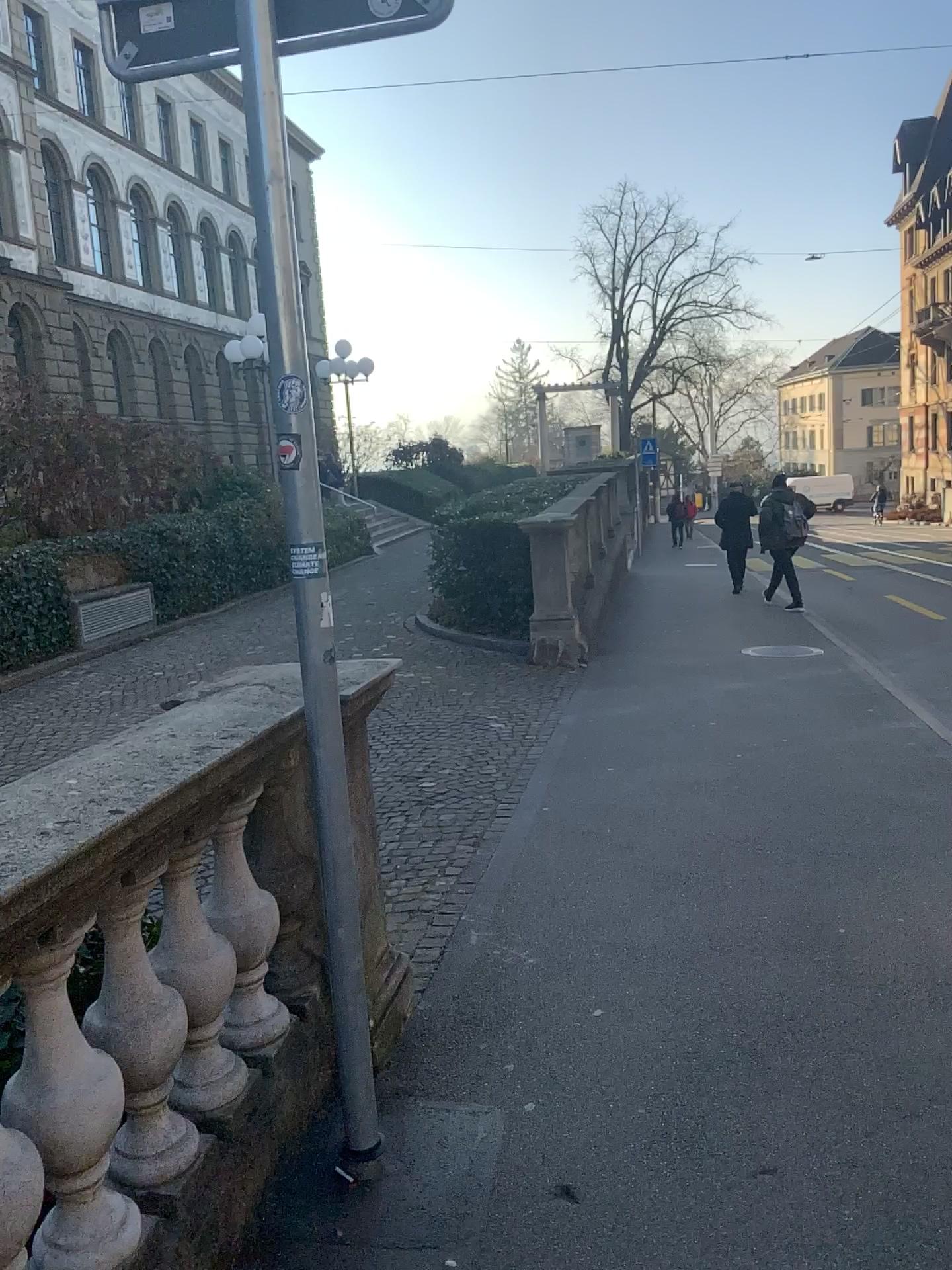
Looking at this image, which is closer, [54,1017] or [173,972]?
[54,1017]

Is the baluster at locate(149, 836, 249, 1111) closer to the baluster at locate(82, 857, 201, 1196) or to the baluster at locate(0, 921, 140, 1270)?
the baluster at locate(82, 857, 201, 1196)

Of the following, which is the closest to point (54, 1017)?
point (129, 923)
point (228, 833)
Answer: point (129, 923)

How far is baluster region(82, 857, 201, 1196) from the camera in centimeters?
190cm

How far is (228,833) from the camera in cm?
243

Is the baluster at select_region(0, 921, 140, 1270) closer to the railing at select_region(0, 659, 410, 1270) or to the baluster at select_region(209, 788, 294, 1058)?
the railing at select_region(0, 659, 410, 1270)

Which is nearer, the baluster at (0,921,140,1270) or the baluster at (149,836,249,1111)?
the baluster at (0,921,140,1270)

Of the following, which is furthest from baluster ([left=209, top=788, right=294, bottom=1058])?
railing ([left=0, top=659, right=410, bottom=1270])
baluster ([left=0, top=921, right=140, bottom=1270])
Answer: baluster ([left=0, top=921, right=140, bottom=1270])

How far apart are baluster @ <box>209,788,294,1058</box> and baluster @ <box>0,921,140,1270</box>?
0.6m

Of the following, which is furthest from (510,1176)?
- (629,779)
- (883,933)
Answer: (629,779)
